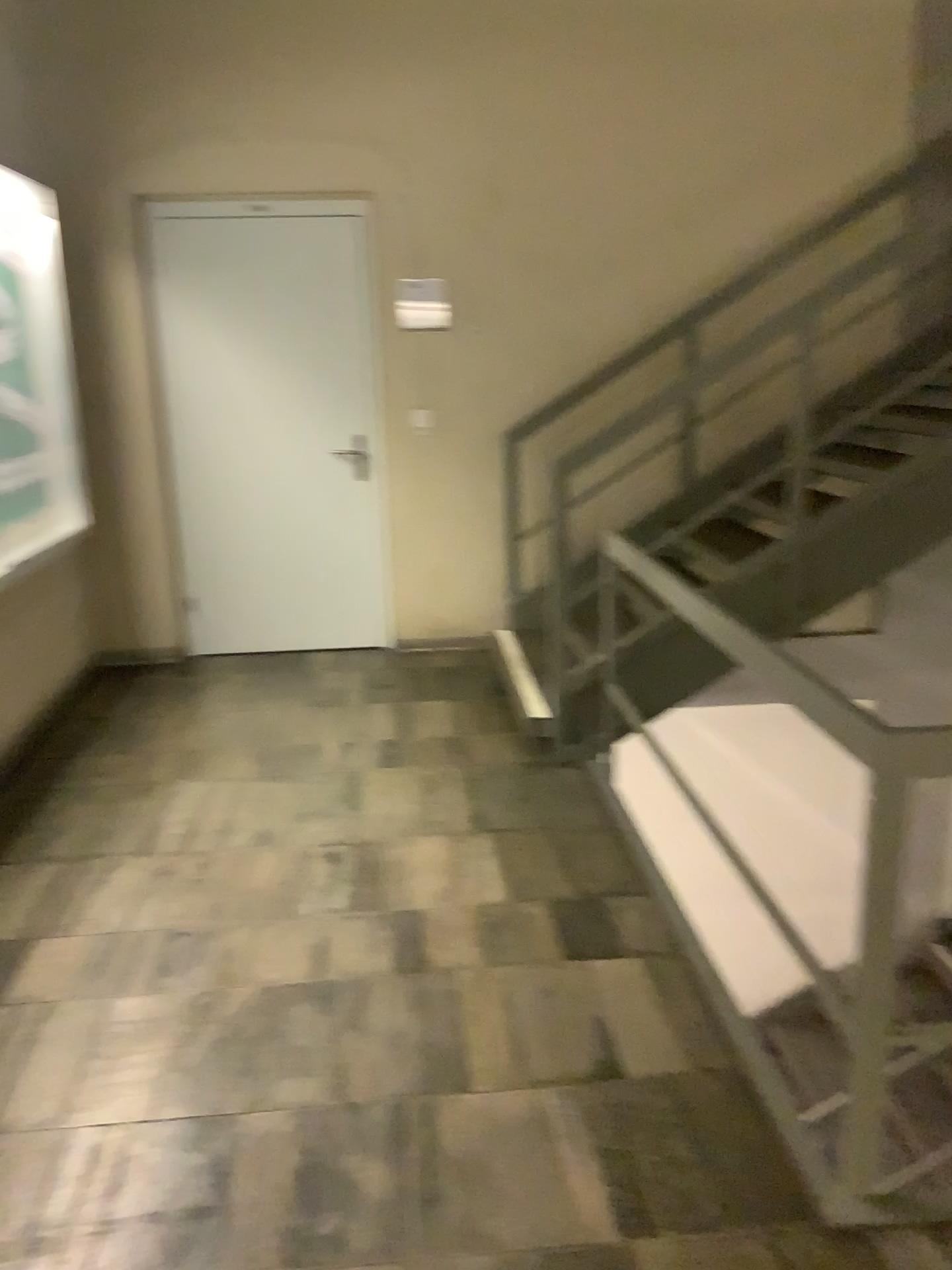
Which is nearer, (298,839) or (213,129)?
(298,839)

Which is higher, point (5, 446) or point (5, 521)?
point (5, 446)
